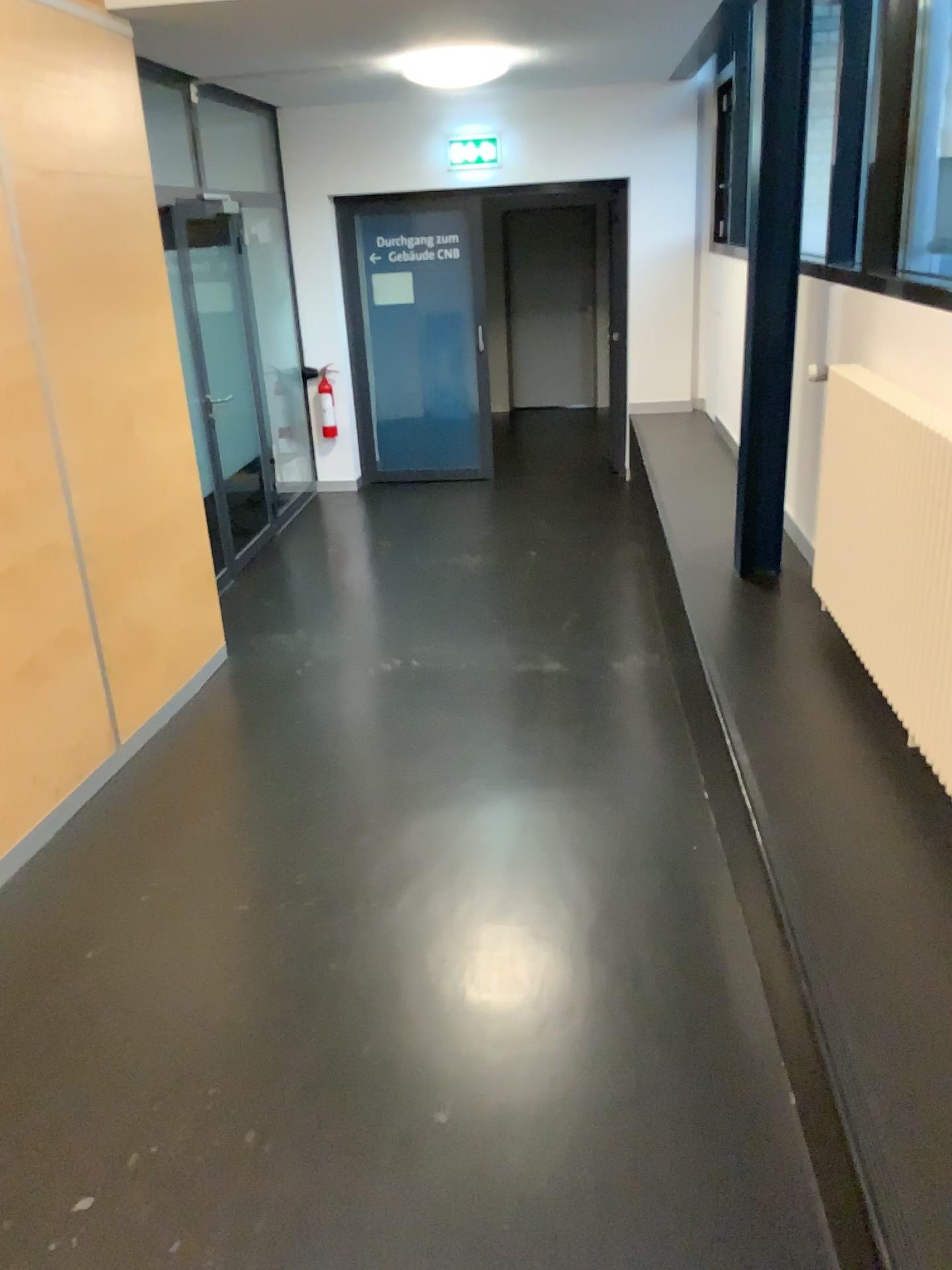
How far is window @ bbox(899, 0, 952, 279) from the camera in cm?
317

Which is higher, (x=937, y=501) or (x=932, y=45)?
(x=932, y=45)

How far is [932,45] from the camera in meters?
3.2

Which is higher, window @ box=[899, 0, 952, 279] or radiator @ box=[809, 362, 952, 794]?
window @ box=[899, 0, 952, 279]

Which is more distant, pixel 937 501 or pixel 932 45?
pixel 932 45

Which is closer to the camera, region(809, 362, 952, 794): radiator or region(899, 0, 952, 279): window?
region(809, 362, 952, 794): radiator

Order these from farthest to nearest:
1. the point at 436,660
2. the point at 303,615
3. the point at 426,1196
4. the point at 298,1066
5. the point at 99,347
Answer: the point at 303,615 < the point at 436,660 < the point at 99,347 < the point at 298,1066 < the point at 426,1196
